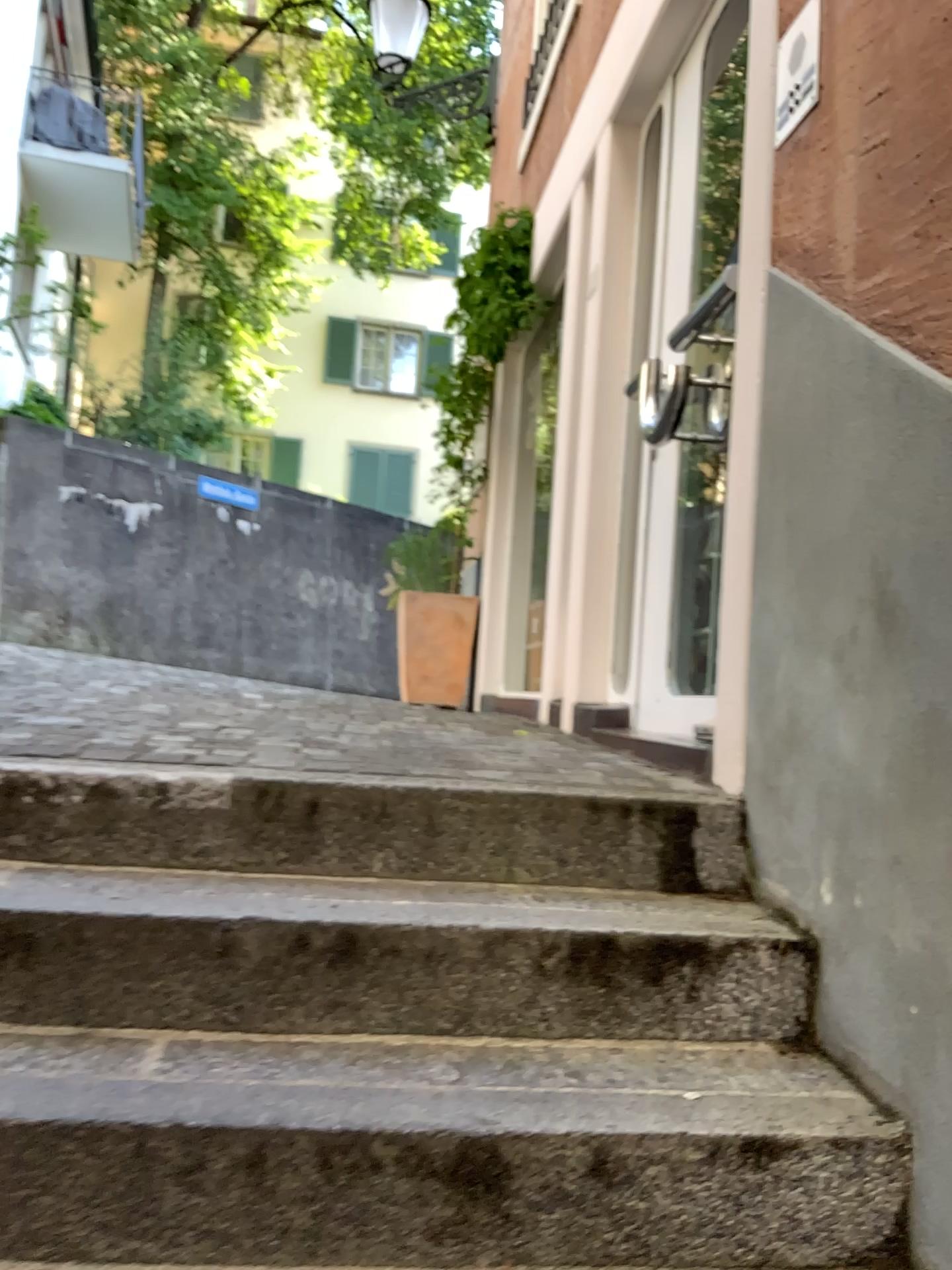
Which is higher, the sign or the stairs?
the sign

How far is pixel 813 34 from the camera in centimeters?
184cm

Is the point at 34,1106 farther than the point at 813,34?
No

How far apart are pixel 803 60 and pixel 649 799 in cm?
133

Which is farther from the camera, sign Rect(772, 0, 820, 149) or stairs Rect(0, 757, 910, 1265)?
sign Rect(772, 0, 820, 149)

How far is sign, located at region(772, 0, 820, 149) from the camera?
1.8 meters

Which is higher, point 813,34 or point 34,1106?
point 813,34
